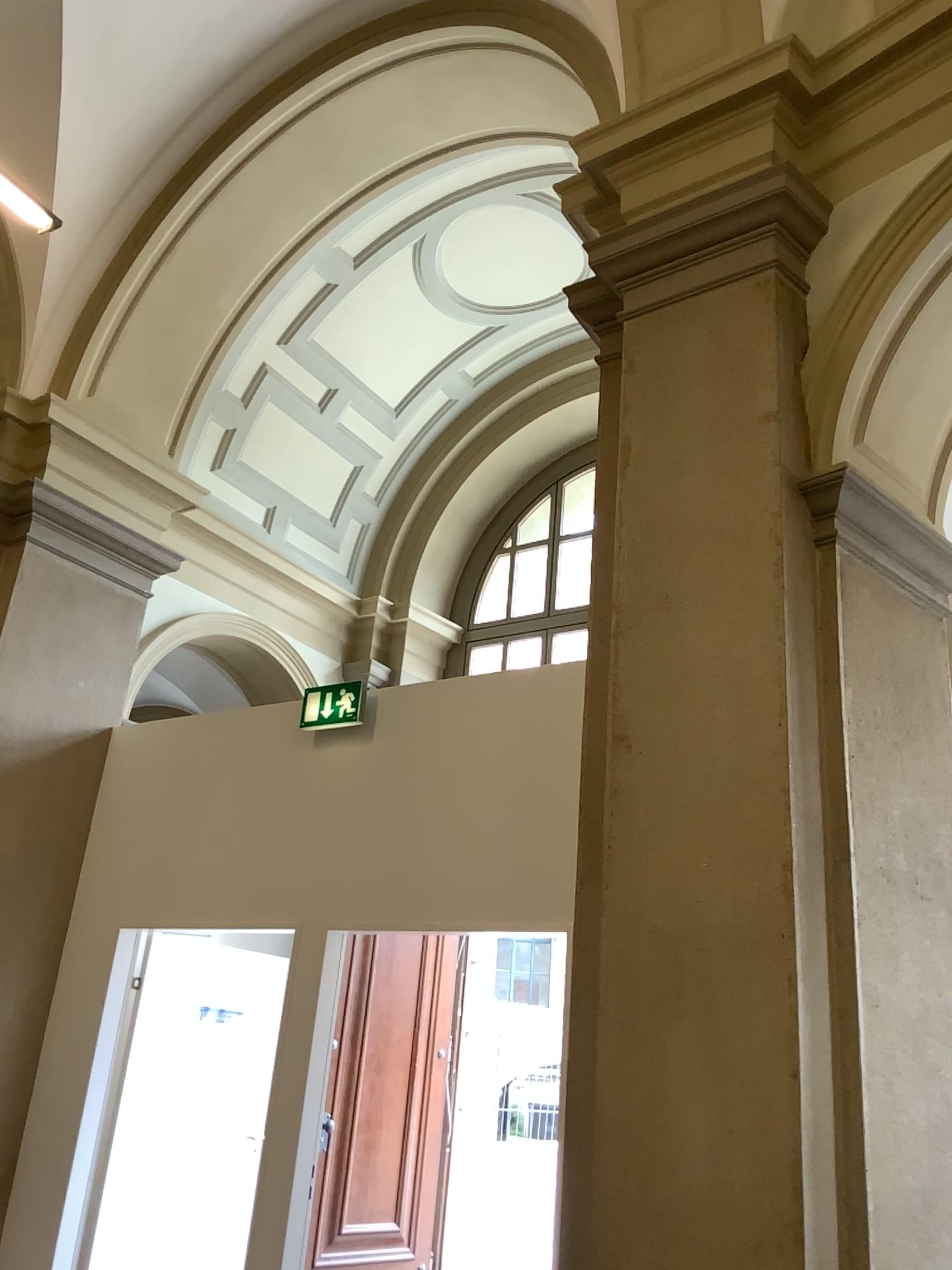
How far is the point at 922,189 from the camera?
3.19m

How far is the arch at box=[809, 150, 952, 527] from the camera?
3.2m

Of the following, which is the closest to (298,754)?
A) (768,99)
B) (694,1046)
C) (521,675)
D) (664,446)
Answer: (521,675)
